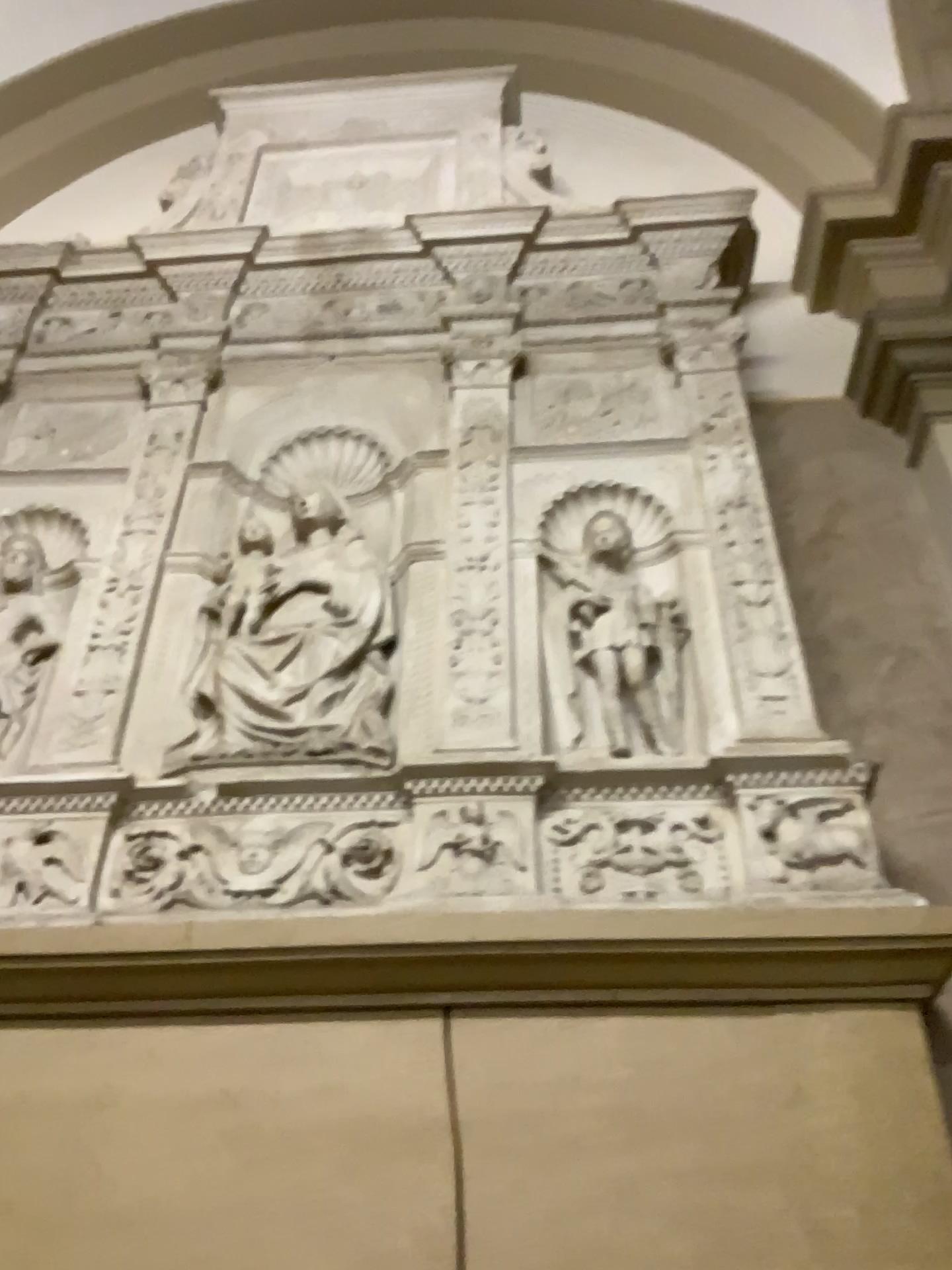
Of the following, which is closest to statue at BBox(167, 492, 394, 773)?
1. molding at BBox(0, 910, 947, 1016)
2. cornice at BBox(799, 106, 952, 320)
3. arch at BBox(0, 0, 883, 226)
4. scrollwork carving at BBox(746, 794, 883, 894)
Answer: molding at BBox(0, 910, 947, 1016)

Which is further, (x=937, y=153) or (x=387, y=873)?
(x=937, y=153)

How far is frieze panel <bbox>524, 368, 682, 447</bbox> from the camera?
2.6m

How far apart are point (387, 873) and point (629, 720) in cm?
57

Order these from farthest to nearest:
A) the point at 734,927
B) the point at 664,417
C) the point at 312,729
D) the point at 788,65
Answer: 1. the point at 788,65
2. the point at 664,417
3. the point at 312,729
4. the point at 734,927

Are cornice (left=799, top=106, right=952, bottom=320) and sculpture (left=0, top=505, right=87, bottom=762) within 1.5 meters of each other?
no

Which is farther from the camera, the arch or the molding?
the arch

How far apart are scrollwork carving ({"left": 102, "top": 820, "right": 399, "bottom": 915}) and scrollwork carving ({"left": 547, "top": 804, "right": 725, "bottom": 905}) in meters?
0.3

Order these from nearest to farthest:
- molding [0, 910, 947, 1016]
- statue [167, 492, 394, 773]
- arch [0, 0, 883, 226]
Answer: molding [0, 910, 947, 1016] → statue [167, 492, 394, 773] → arch [0, 0, 883, 226]

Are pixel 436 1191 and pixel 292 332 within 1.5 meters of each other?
no
